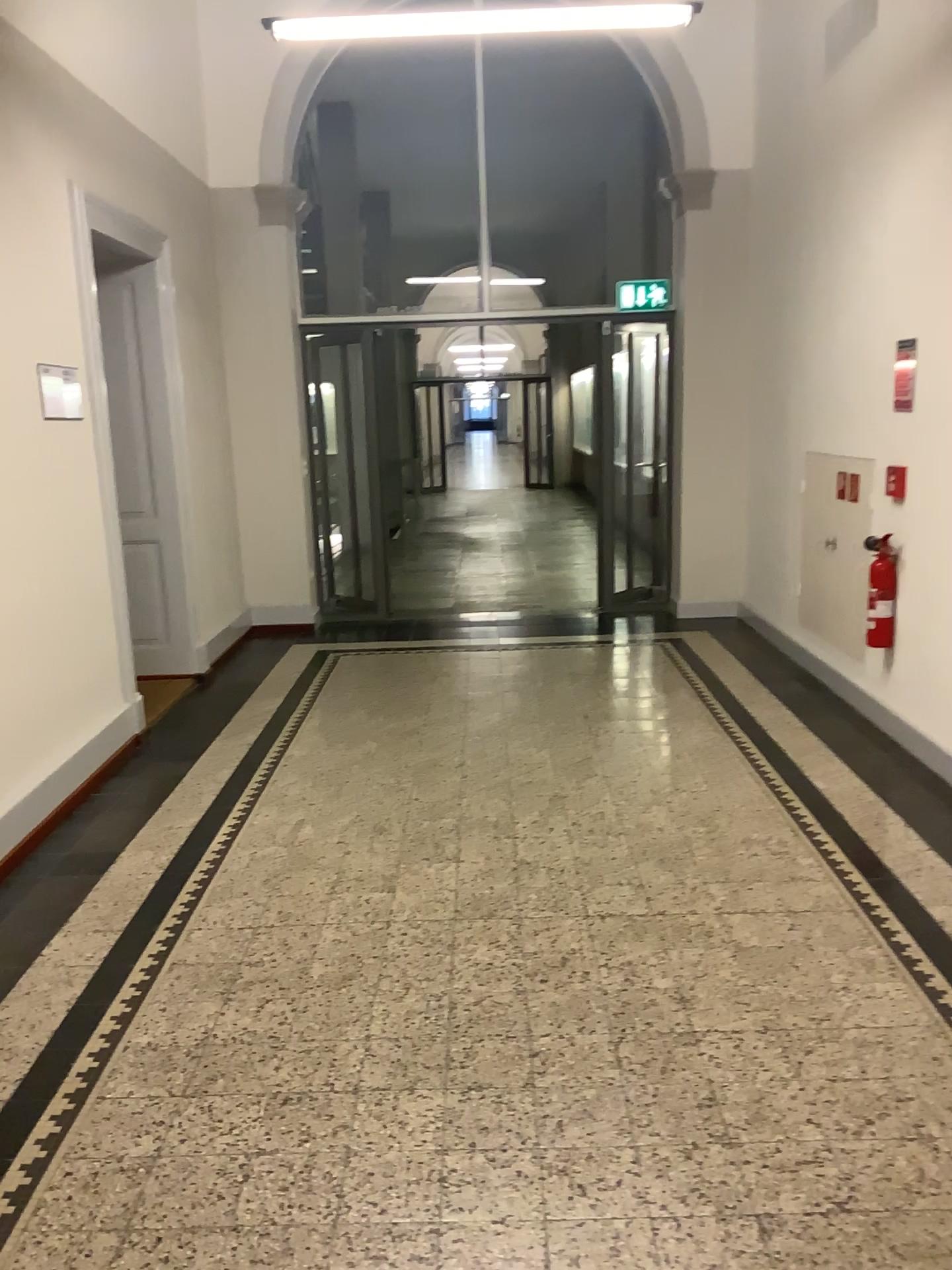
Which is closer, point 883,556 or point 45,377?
point 45,377

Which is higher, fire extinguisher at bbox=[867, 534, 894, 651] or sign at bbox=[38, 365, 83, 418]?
sign at bbox=[38, 365, 83, 418]

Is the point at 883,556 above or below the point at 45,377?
below

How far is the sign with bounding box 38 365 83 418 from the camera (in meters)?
4.21

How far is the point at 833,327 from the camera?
5.2 meters

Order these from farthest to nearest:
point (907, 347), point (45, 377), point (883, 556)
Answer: point (883, 556) < point (907, 347) < point (45, 377)

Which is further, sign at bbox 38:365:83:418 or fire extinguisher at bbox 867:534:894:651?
fire extinguisher at bbox 867:534:894:651

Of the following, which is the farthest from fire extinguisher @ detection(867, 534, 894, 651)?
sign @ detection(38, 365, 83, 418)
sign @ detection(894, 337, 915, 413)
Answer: sign @ detection(38, 365, 83, 418)

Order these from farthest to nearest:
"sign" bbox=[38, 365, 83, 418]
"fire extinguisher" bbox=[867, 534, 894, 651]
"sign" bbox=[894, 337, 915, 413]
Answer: "fire extinguisher" bbox=[867, 534, 894, 651]
"sign" bbox=[894, 337, 915, 413]
"sign" bbox=[38, 365, 83, 418]

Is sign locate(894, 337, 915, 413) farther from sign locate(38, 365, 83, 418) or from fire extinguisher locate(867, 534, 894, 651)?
sign locate(38, 365, 83, 418)
